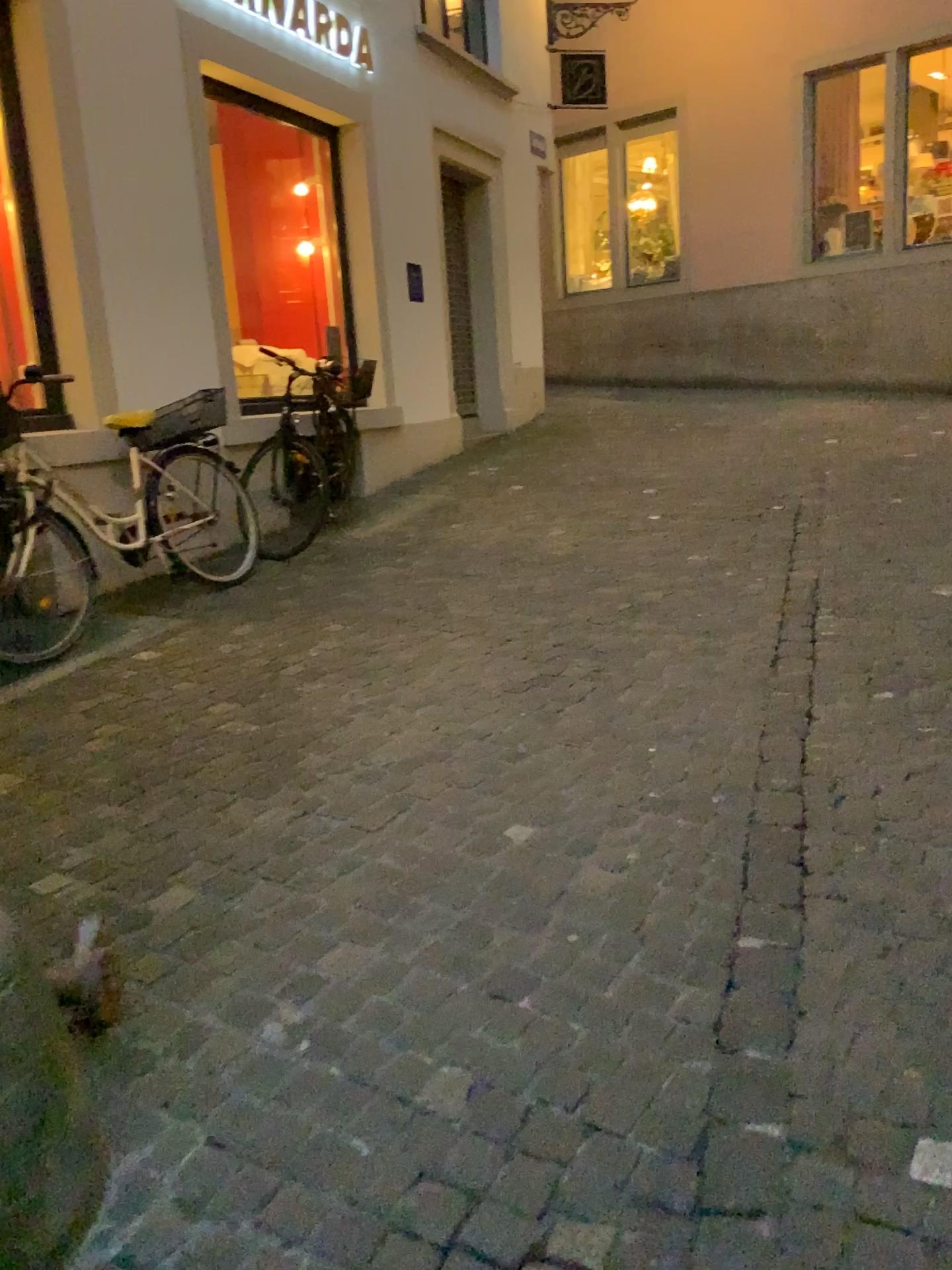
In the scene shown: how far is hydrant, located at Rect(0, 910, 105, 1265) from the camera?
1.5m

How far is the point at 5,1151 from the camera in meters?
1.5 m

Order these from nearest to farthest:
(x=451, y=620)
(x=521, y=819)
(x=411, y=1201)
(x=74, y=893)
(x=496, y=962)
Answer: (x=411, y=1201), (x=496, y=962), (x=74, y=893), (x=521, y=819), (x=451, y=620)
